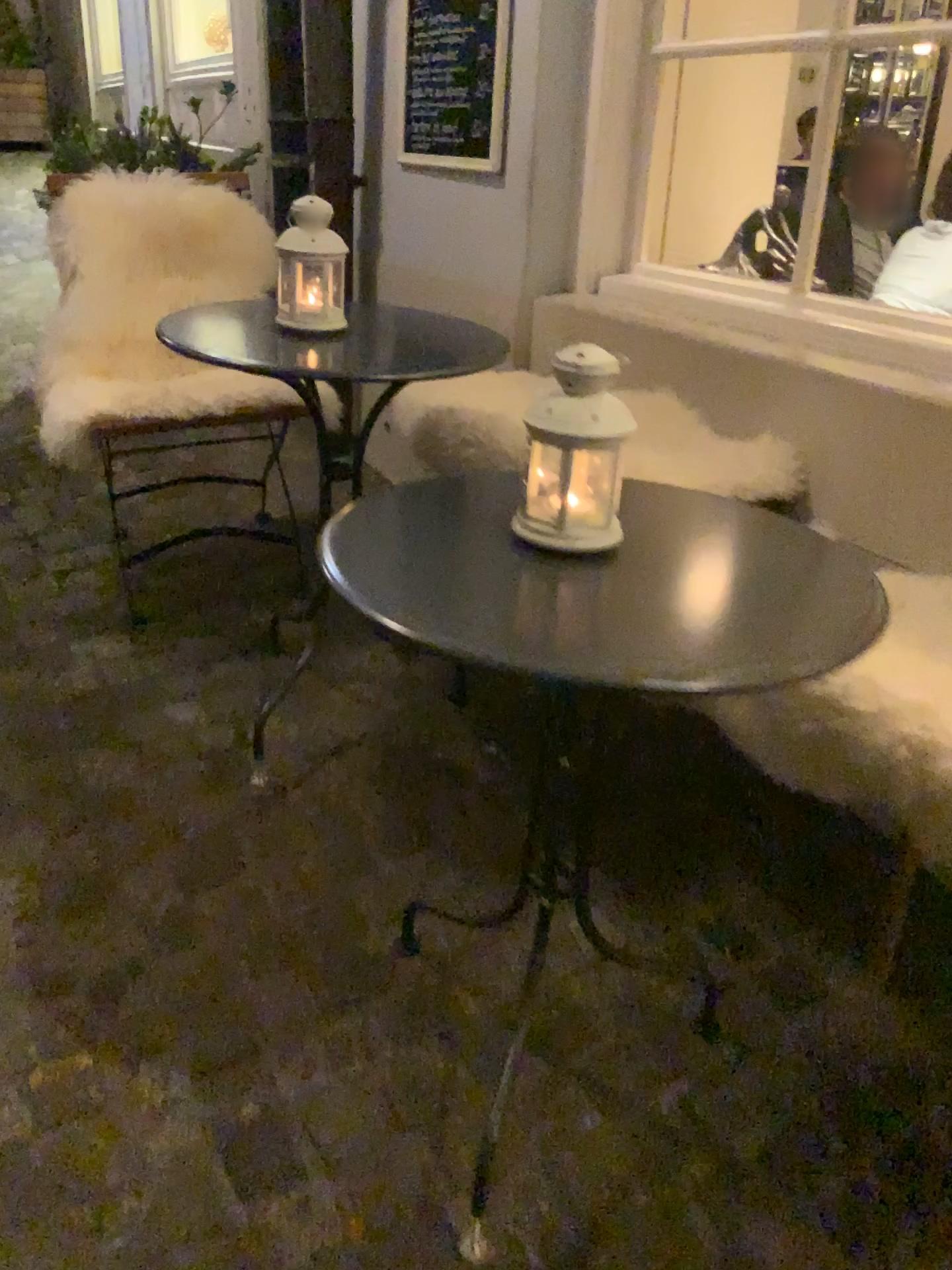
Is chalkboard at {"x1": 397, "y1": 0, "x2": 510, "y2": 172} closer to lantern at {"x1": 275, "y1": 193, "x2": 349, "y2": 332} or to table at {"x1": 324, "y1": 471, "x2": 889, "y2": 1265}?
lantern at {"x1": 275, "y1": 193, "x2": 349, "y2": 332}

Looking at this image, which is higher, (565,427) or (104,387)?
(565,427)

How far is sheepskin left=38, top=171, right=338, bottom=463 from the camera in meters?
2.3 m

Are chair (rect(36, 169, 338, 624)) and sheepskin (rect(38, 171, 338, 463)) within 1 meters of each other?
yes

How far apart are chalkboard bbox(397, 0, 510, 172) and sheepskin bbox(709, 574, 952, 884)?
1.46m

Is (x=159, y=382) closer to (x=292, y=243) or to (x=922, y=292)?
(x=292, y=243)

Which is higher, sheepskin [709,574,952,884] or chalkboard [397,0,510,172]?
chalkboard [397,0,510,172]

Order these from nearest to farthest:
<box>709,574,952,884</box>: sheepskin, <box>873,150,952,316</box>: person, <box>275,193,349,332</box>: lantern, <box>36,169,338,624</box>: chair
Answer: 1. <box>709,574,952,884</box>: sheepskin
2. <box>275,193,349,332</box>: lantern
3. <box>36,169,338,624</box>: chair
4. <box>873,150,952,316</box>: person

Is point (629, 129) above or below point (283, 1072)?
above

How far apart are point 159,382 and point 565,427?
1.48m
